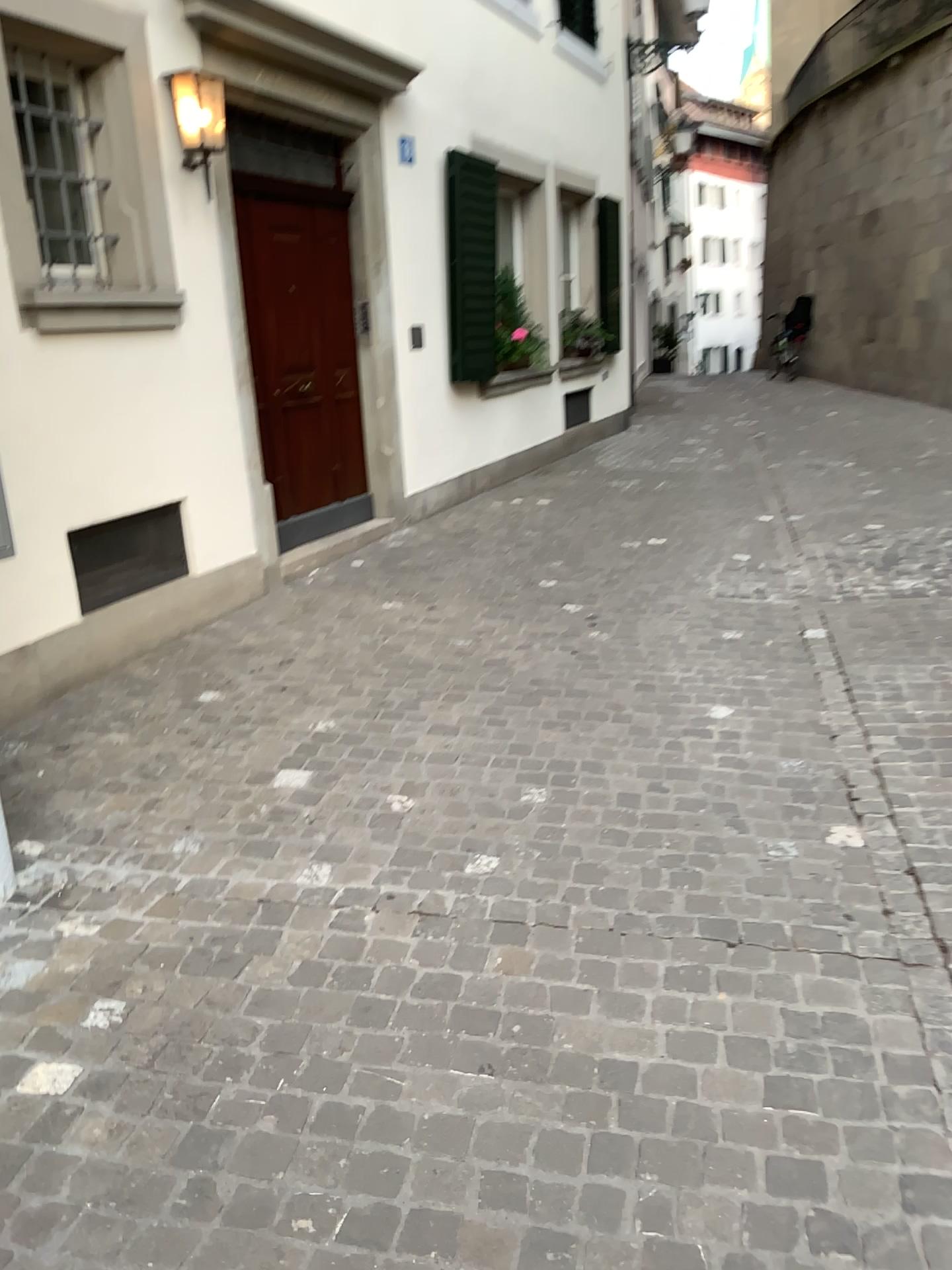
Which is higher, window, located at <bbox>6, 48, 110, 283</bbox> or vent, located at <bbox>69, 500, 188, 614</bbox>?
window, located at <bbox>6, 48, 110, 283</bbox>

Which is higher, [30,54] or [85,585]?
[30,54]

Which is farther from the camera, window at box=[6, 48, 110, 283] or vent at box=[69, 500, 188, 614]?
vent at box=[69, 500, 188, 614]

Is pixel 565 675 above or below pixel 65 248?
below

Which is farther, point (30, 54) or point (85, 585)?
point (85, 585)
